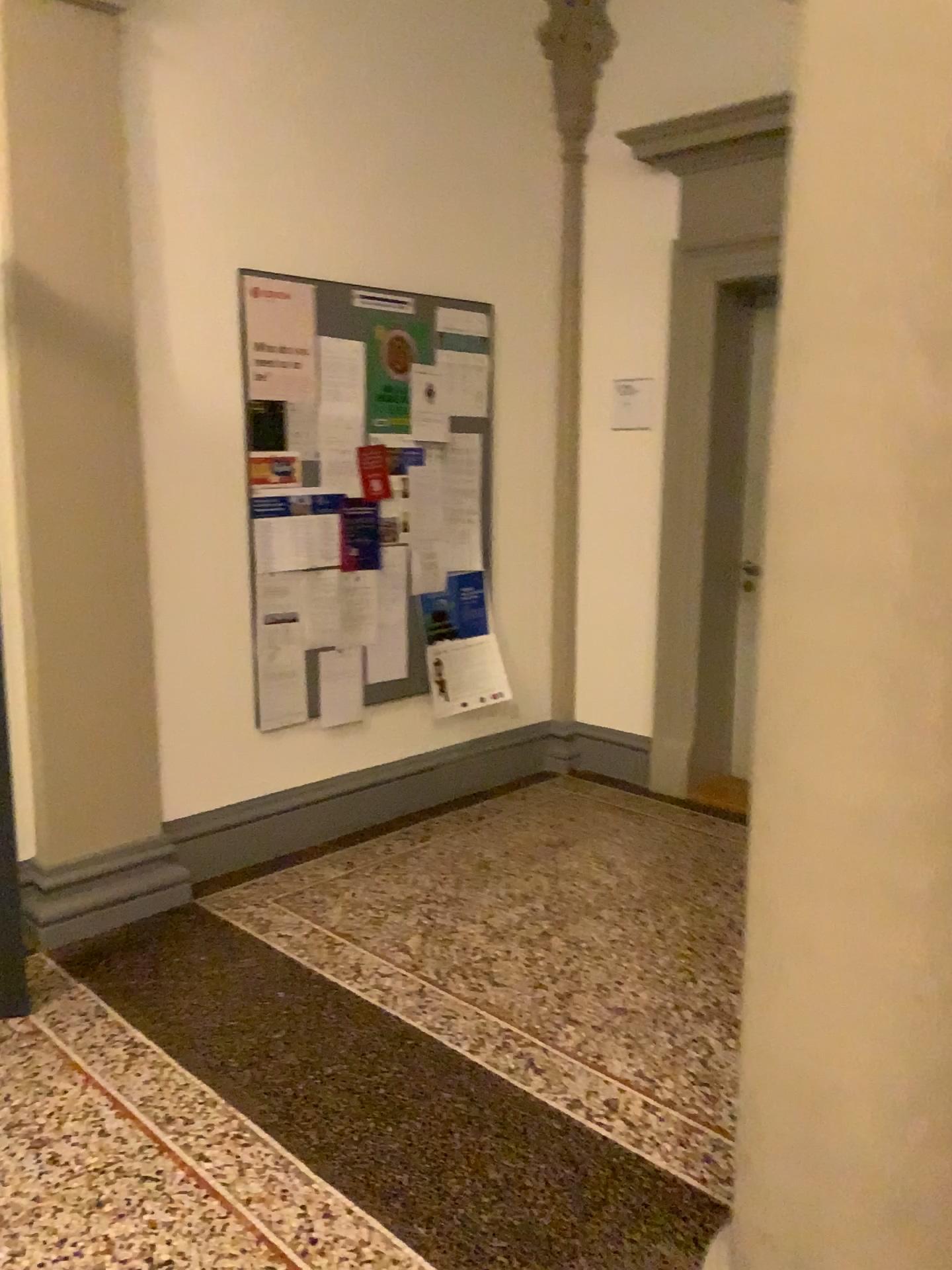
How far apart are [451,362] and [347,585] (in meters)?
1.05

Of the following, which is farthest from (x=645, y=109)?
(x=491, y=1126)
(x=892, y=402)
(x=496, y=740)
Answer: (x=491, y=1126)

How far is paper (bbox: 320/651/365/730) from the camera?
4.1 meters

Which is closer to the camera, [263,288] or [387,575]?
[263,288]

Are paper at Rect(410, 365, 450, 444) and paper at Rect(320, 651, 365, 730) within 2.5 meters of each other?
yes

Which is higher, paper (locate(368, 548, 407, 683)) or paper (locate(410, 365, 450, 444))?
paper (locate(410, 365, 450, 444))

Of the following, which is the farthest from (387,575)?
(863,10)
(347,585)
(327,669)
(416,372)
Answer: (863,10)

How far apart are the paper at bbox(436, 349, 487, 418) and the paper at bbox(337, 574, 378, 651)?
0.8m

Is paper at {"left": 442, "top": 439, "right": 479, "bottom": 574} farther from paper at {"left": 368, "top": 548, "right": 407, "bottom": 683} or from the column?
the column

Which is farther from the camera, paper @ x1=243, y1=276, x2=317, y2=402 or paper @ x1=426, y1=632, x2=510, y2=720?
paper @ x1=426, y1=632, x2=510, y2=720
